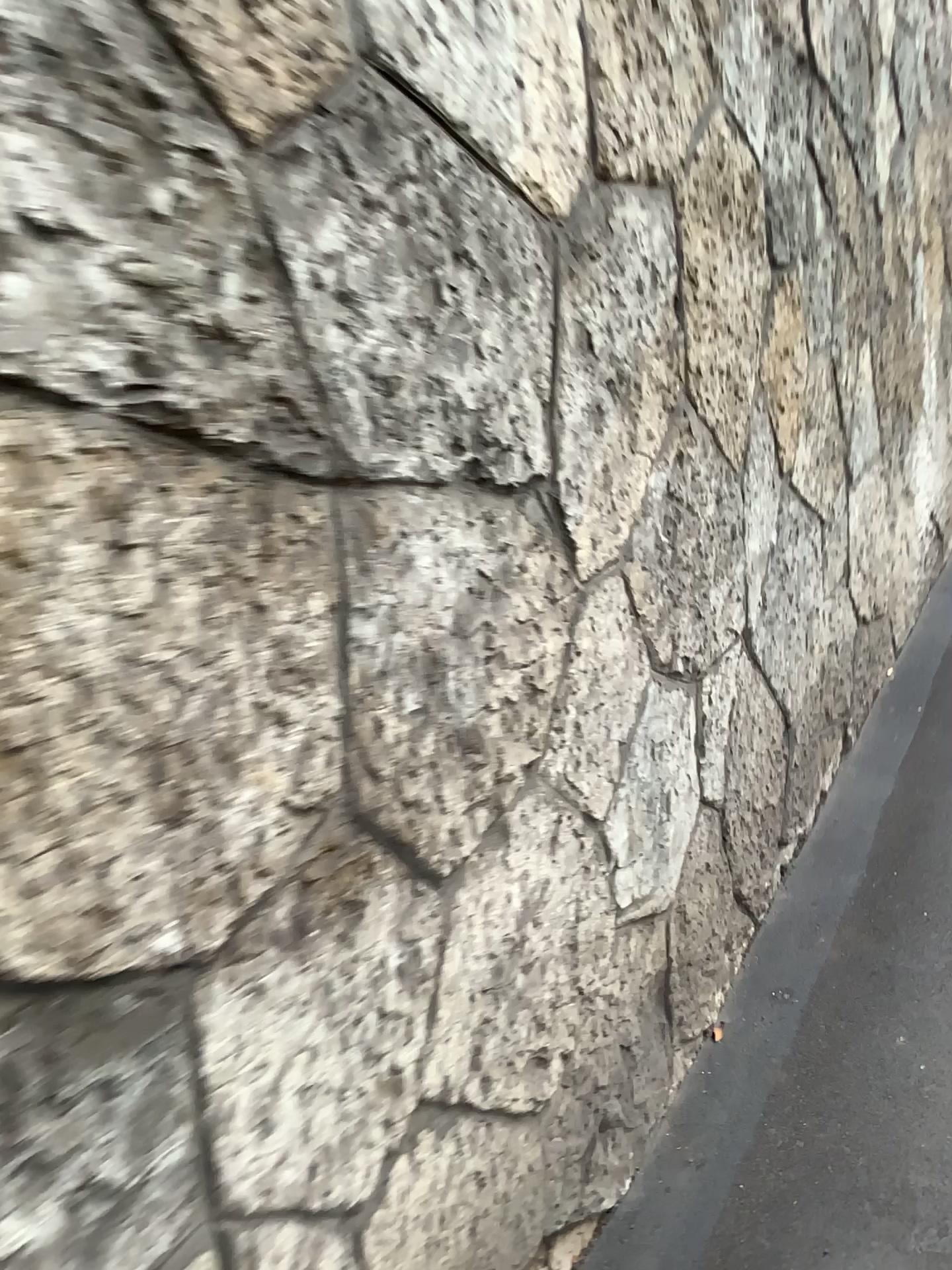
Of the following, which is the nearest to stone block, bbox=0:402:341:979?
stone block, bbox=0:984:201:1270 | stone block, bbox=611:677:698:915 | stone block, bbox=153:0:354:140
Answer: stone block, bbox=0:984:201:1270

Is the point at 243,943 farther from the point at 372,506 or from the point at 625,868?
the point at 625,868

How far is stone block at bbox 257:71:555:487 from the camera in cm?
95

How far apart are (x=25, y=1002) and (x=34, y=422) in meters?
0.4 m

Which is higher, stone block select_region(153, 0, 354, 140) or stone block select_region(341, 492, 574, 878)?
stone block select_region(153, 0, 354, 140)

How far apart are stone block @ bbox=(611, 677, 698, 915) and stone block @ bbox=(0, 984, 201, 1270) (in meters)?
0.84

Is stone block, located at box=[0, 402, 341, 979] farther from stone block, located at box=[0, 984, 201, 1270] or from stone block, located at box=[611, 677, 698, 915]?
stone block, located at box=[611, 677, 698, 915]

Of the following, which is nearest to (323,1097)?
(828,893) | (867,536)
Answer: (828,893)

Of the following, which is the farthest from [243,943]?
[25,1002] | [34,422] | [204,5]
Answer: [204,5]

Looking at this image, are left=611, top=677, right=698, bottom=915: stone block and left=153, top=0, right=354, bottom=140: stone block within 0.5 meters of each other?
no
